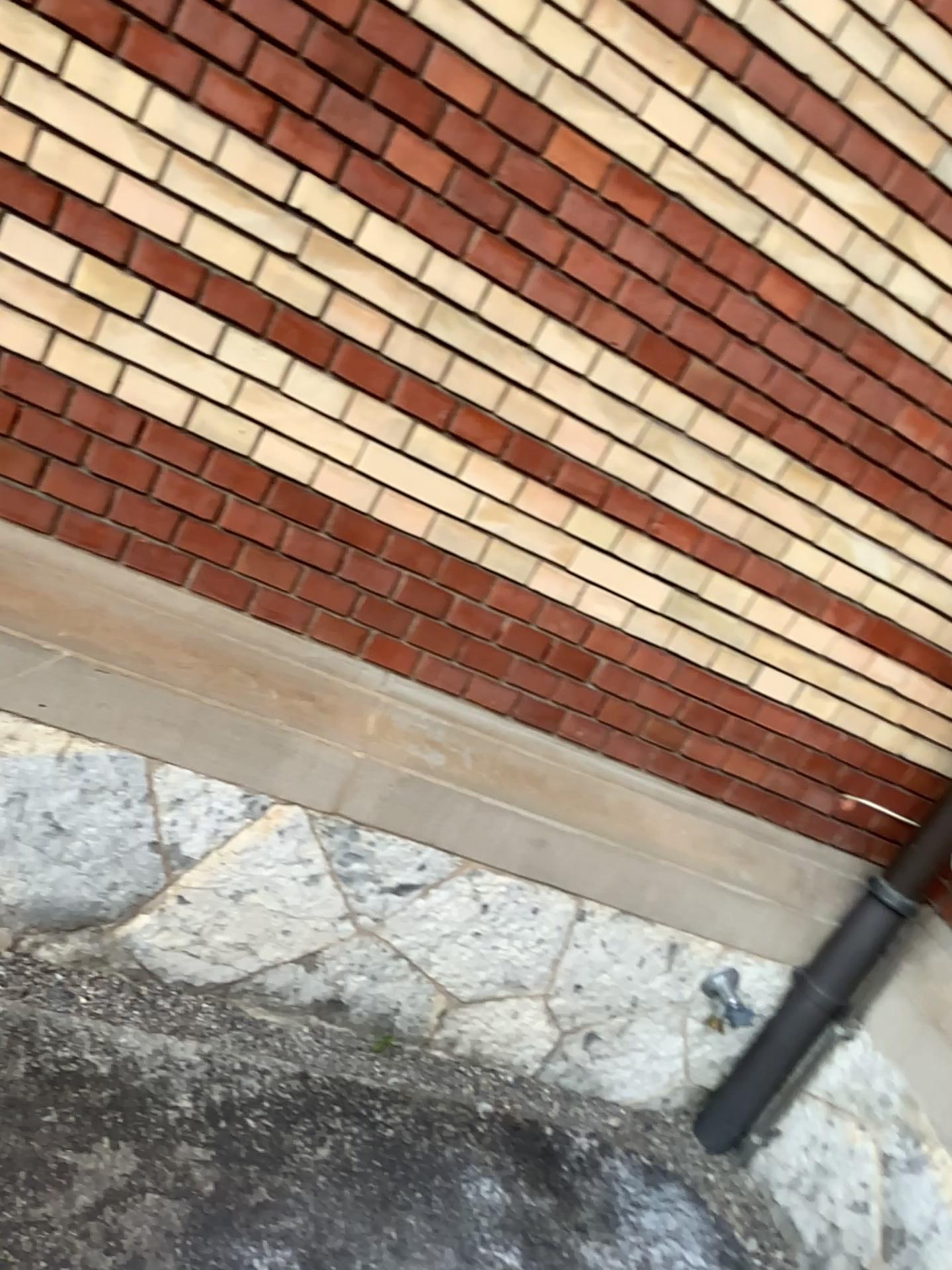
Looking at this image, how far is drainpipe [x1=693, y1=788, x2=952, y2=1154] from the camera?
2.54m

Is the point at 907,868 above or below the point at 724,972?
above

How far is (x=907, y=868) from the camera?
2.5 meters

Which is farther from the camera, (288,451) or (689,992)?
(689,992)
